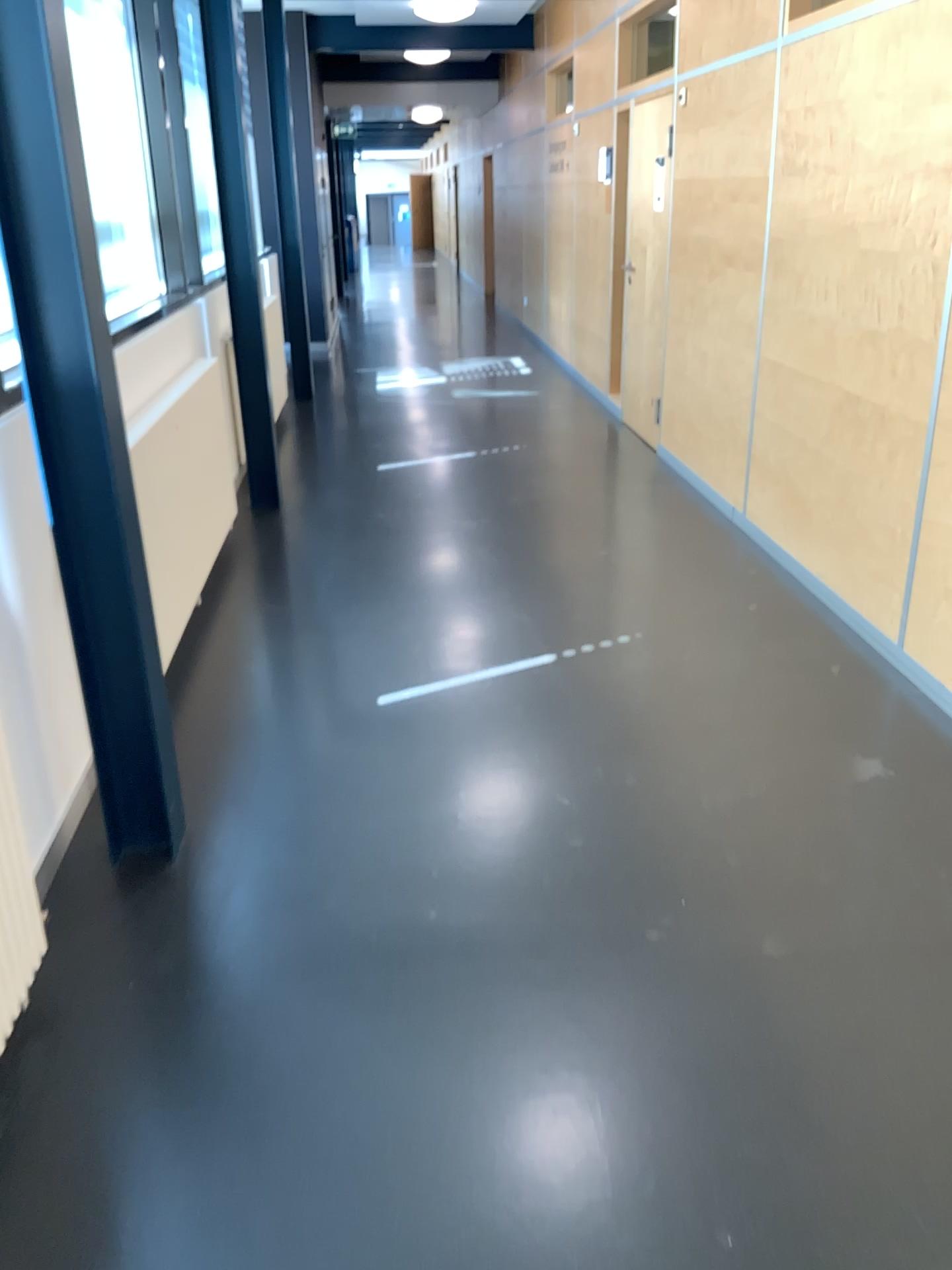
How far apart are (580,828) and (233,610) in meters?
2.0 m
